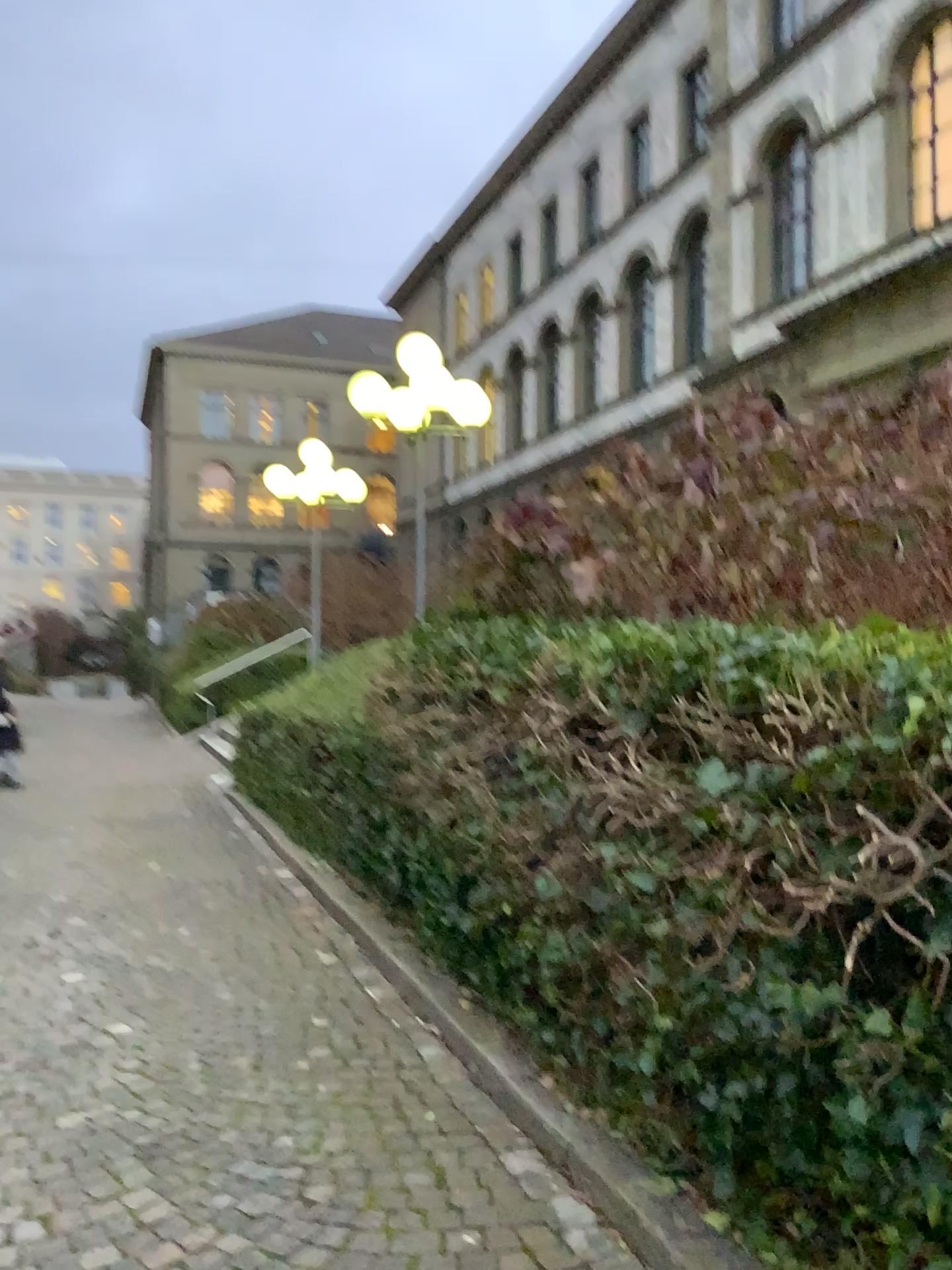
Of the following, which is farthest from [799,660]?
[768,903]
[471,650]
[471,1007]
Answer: [471,650]
